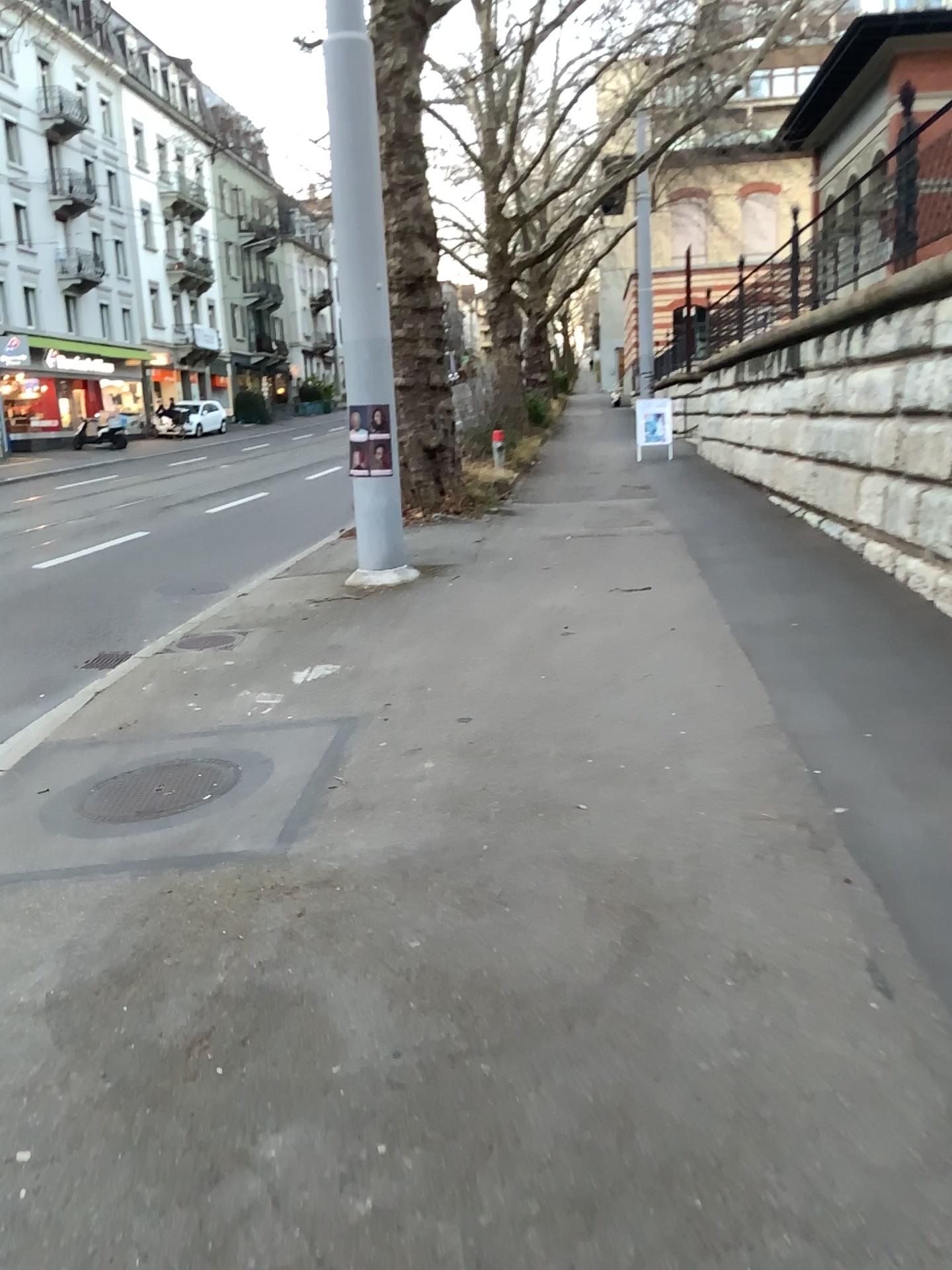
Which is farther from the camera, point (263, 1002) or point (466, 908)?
point (466, 908)
